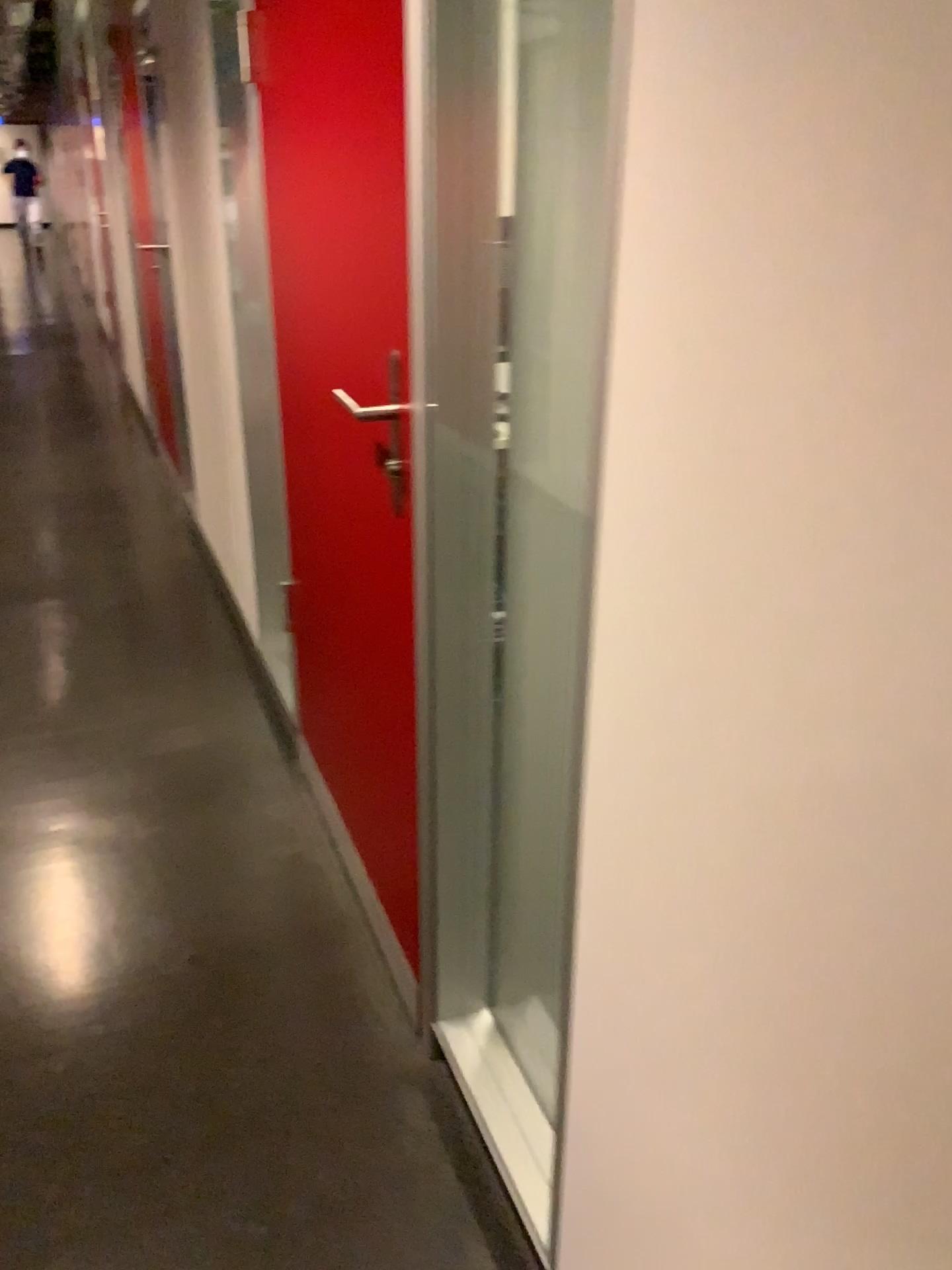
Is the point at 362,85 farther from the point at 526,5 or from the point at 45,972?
the point at 45,972

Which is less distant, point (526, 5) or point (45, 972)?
point (526, 5)

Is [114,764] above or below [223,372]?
below

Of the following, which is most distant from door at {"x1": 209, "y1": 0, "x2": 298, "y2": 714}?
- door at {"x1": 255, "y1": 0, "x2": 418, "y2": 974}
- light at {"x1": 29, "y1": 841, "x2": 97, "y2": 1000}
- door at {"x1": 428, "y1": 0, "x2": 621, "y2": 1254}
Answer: door at {"x1": 428, "y1": 0, "x2": 621, "y2": 1254}

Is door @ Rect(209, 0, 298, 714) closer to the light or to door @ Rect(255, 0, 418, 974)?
door @ Rect(255, 0, 418, 974)

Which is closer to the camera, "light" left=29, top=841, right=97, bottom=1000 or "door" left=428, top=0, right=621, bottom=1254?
"door" left=428, top=0, right=621, bottom=1254

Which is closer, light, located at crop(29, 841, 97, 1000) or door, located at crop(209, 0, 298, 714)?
light, located at crop(29, 841, 97, 1000)

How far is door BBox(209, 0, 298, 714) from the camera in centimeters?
255cm

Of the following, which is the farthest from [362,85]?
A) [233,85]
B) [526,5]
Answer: [233,85]

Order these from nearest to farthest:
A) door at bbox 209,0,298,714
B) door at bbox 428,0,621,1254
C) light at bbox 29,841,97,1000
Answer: door at bbox 428,0,621,1254 → light at bbox 29,841,97,1000 → door at bbox 209,0,298,714
